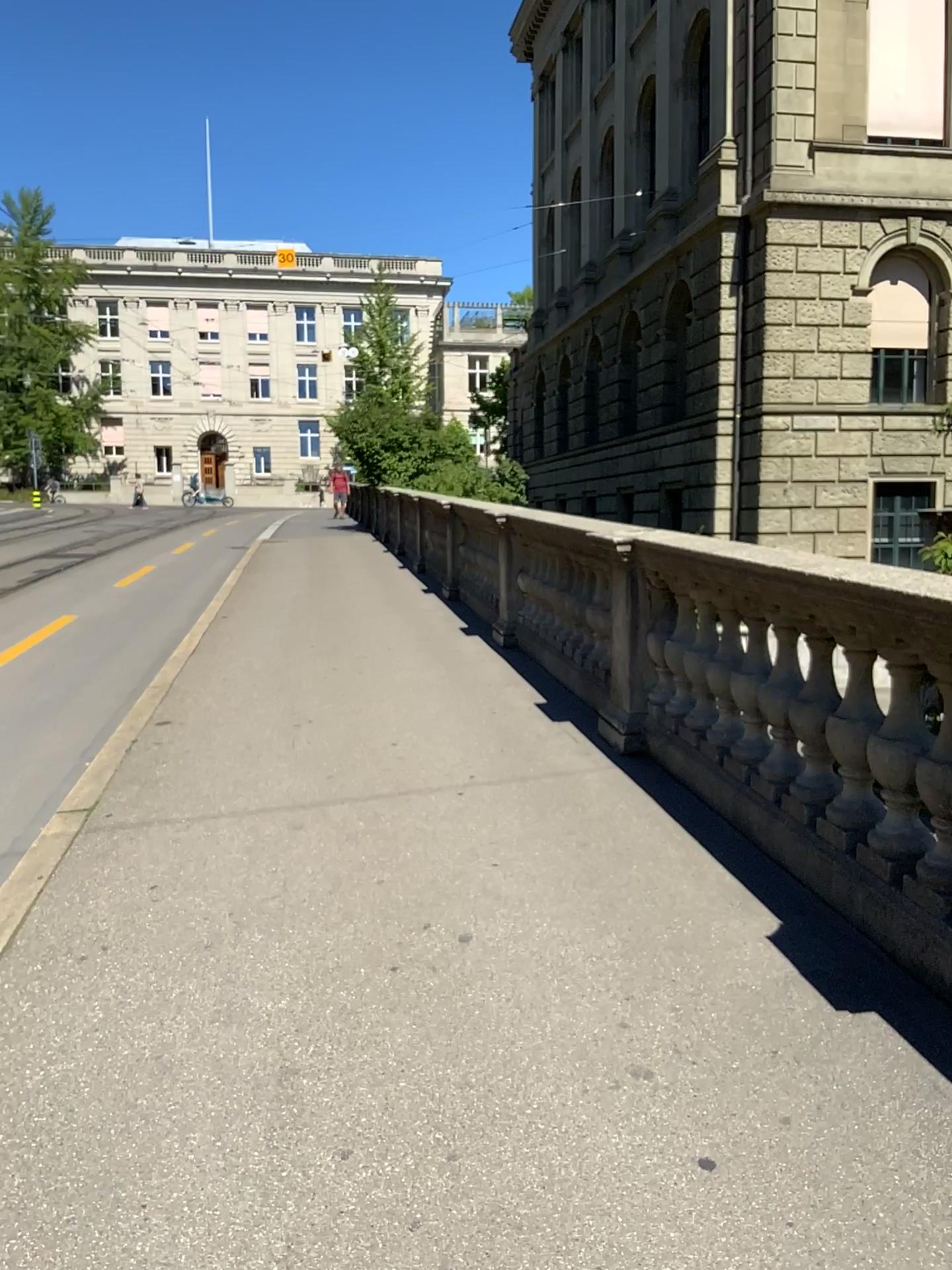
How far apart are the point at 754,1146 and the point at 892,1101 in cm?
36
